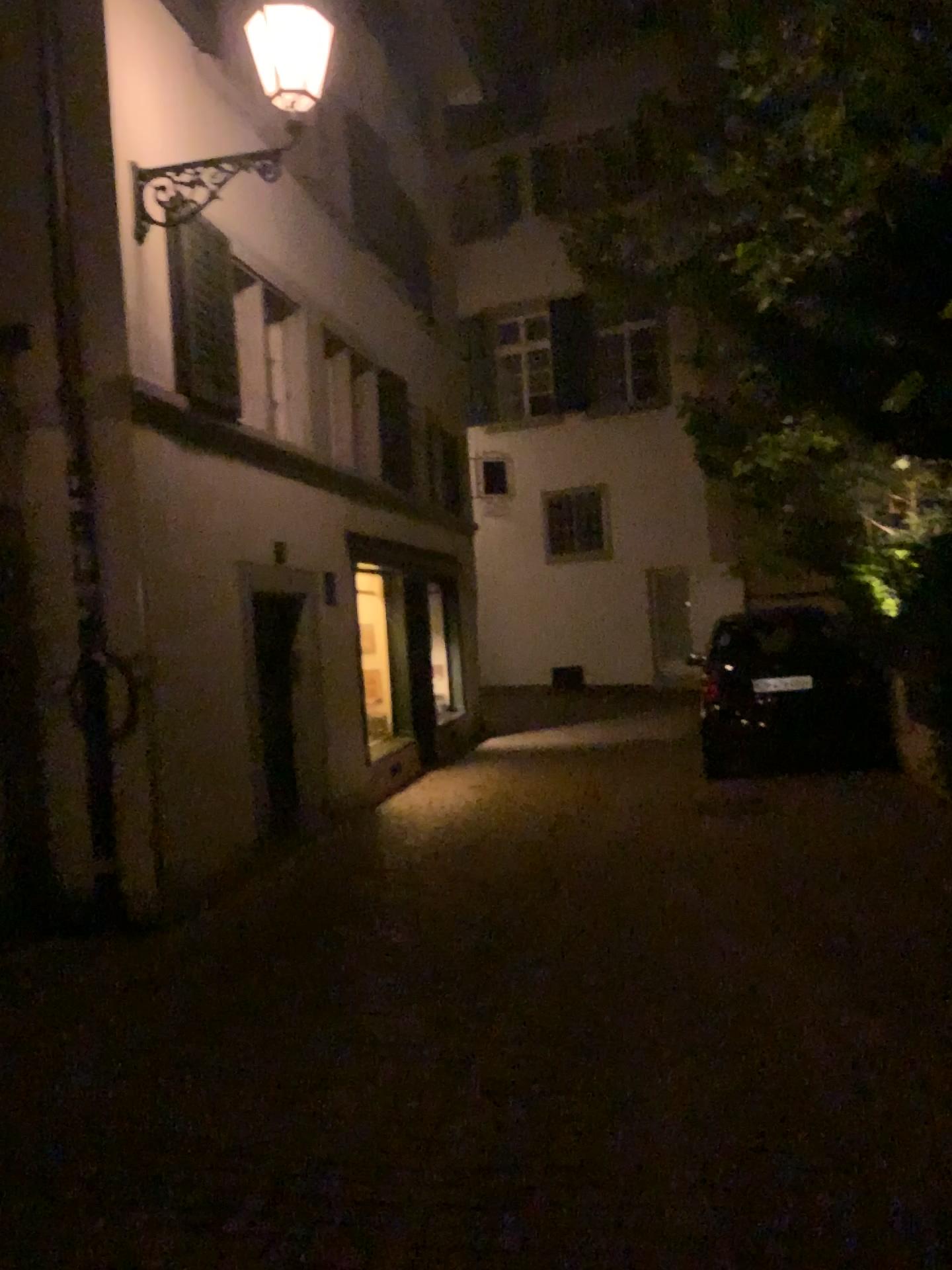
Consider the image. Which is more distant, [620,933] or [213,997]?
[620,933]
